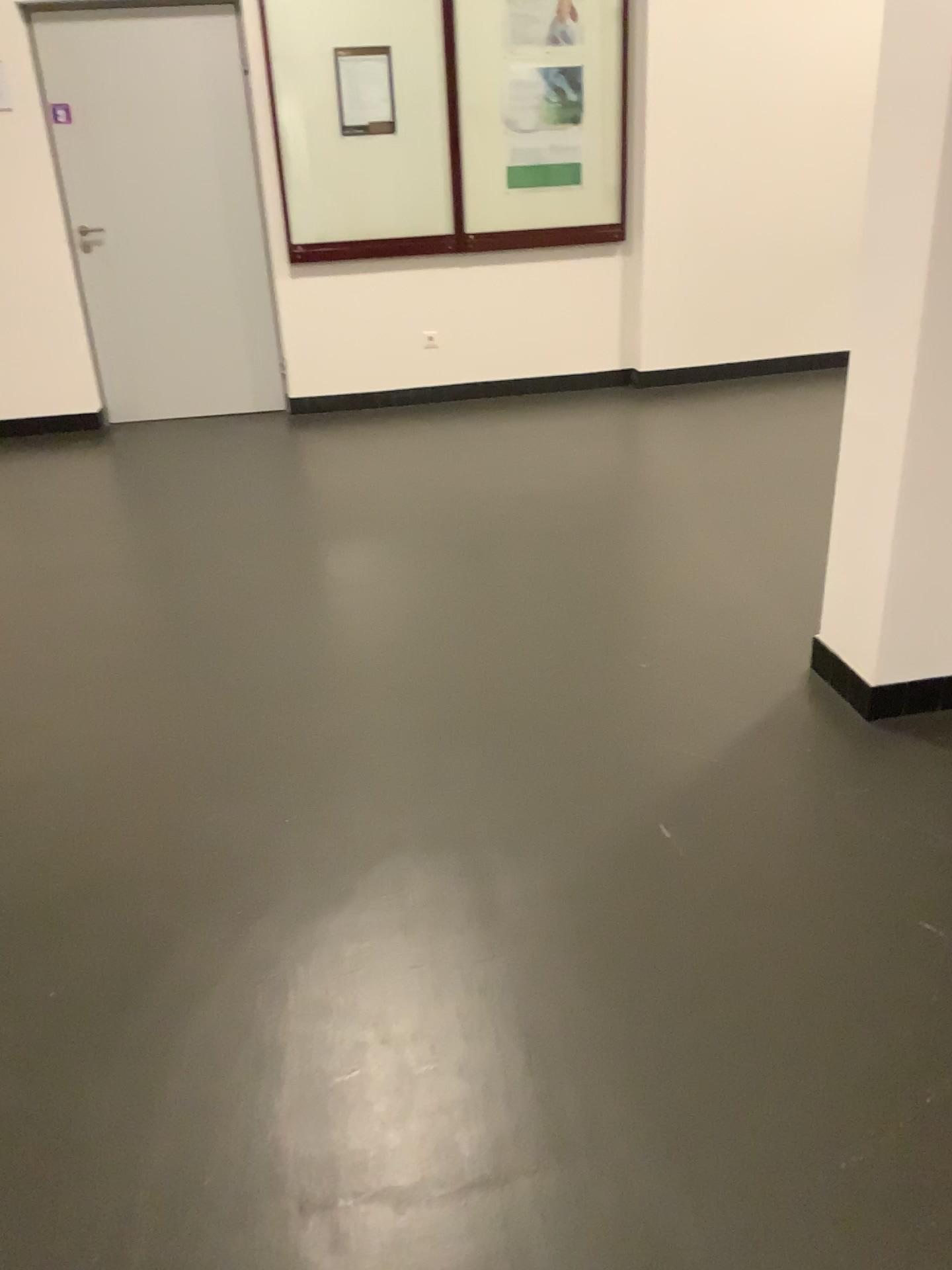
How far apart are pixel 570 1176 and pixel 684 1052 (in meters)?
0.30
